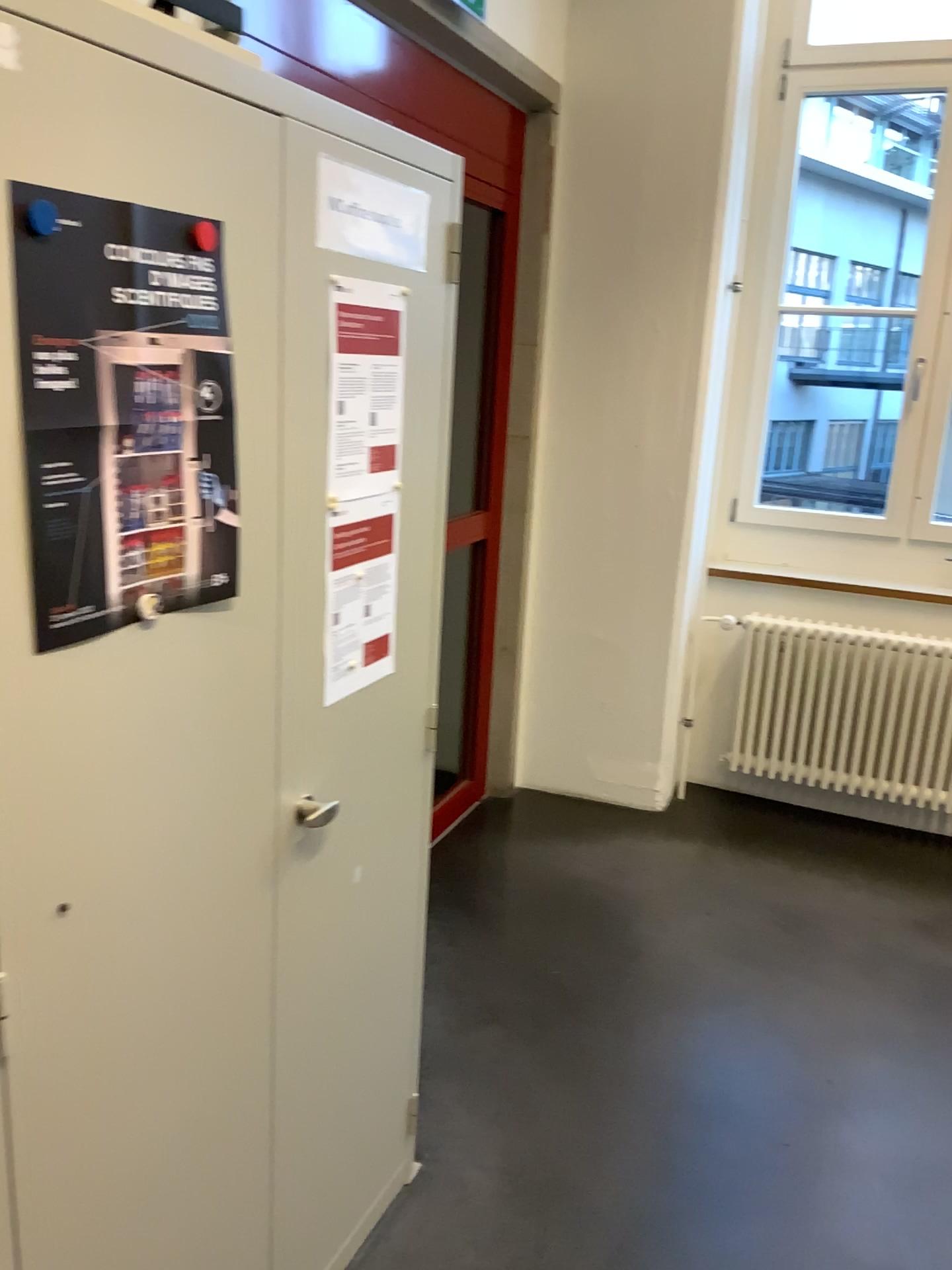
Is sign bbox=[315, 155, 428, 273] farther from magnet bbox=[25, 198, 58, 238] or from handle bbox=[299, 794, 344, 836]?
handle bbox=[299, 794, 344, 836]

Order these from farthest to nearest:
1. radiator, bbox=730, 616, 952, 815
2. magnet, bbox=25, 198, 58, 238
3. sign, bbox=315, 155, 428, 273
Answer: radiator, bbox=730, 616, 952, 815, sign, bbox=315, 155, 428, 273, magnet, bbox=25, 198, 58, 238

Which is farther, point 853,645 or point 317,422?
point 853,645

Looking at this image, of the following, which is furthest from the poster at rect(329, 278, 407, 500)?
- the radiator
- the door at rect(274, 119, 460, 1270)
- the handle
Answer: the radiator

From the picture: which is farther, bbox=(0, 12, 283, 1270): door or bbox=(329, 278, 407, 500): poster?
bbox=(329, 278, 407, 500): poster

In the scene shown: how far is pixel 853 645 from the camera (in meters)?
3.80

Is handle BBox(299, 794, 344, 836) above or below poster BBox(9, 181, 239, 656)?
below

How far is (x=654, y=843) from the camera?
3.7 meters

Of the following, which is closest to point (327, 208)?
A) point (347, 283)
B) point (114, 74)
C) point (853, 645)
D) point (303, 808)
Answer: point (347, 283)

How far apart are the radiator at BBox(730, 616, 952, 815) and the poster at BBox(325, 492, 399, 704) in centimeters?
247cm
